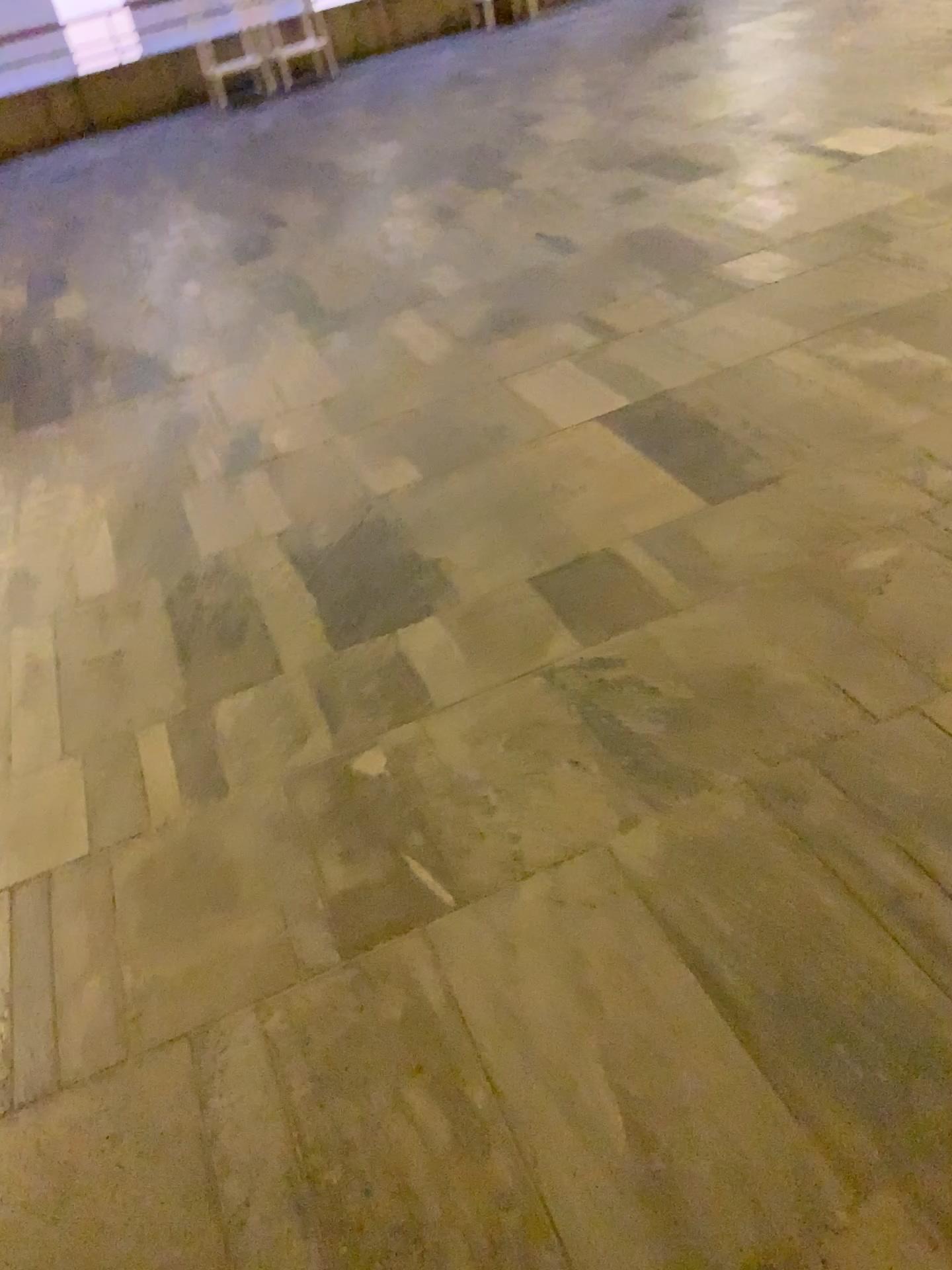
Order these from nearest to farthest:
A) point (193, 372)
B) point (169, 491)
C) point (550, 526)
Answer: point (550, 526) < point (169, 491) < point (193, 372)
